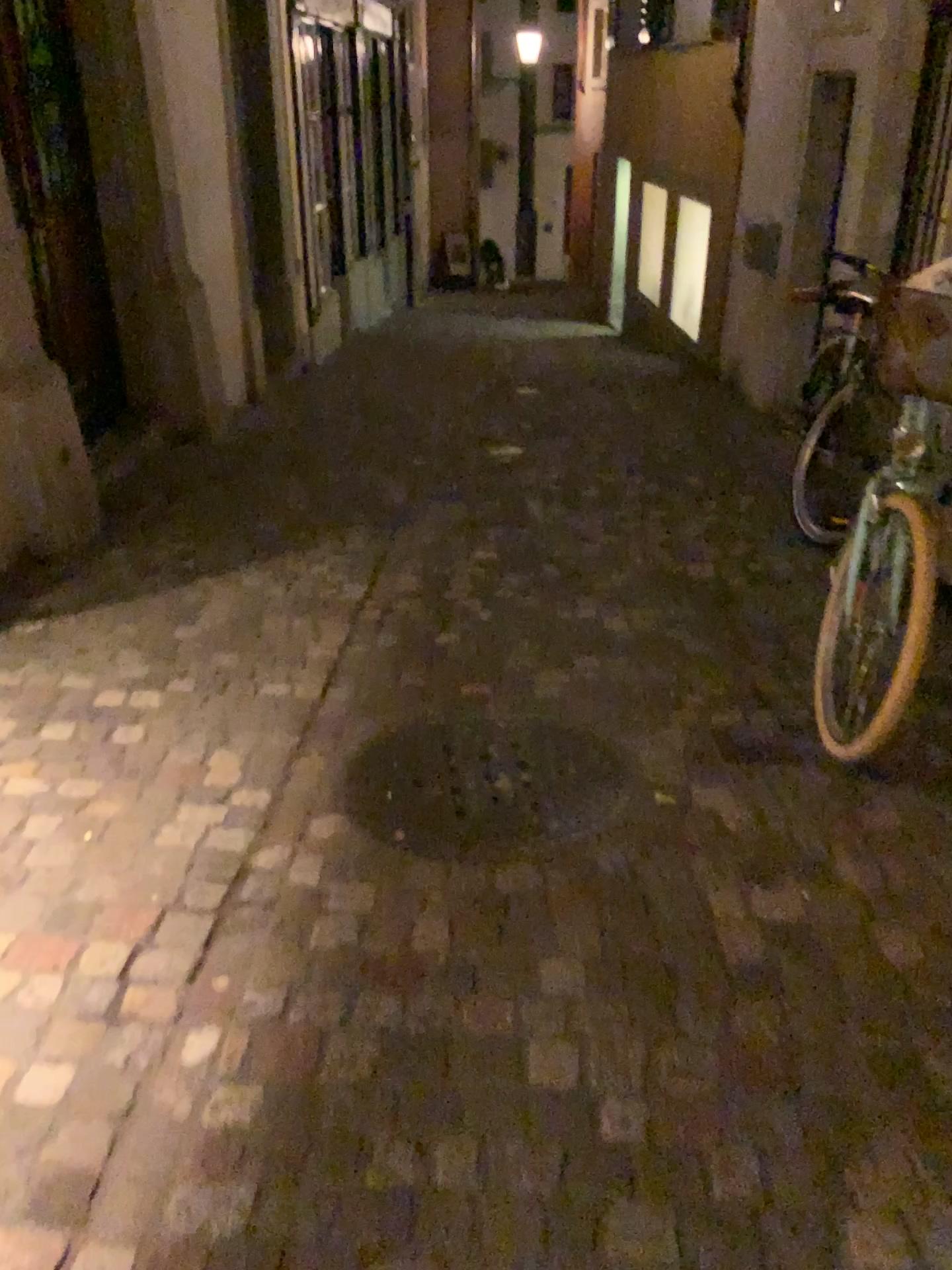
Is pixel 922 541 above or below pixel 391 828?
above

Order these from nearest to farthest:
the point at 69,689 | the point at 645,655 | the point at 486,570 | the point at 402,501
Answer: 1. the point at 69,689
2. the point at 645,655
3. the point at 486,570
4. the point at 402,501
